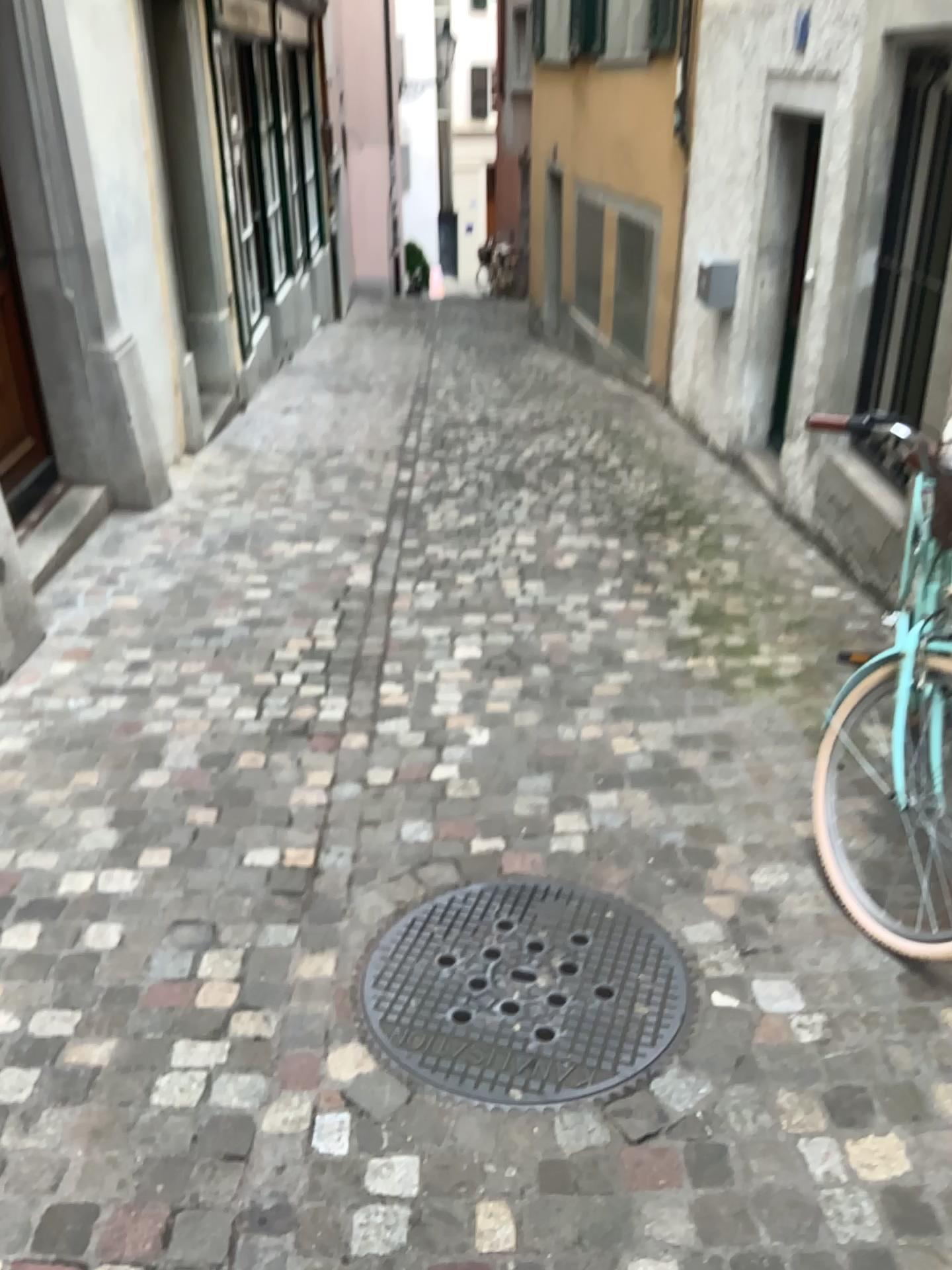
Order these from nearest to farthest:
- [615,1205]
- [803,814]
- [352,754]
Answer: [615,1205] → [803,814] → [352,754]
